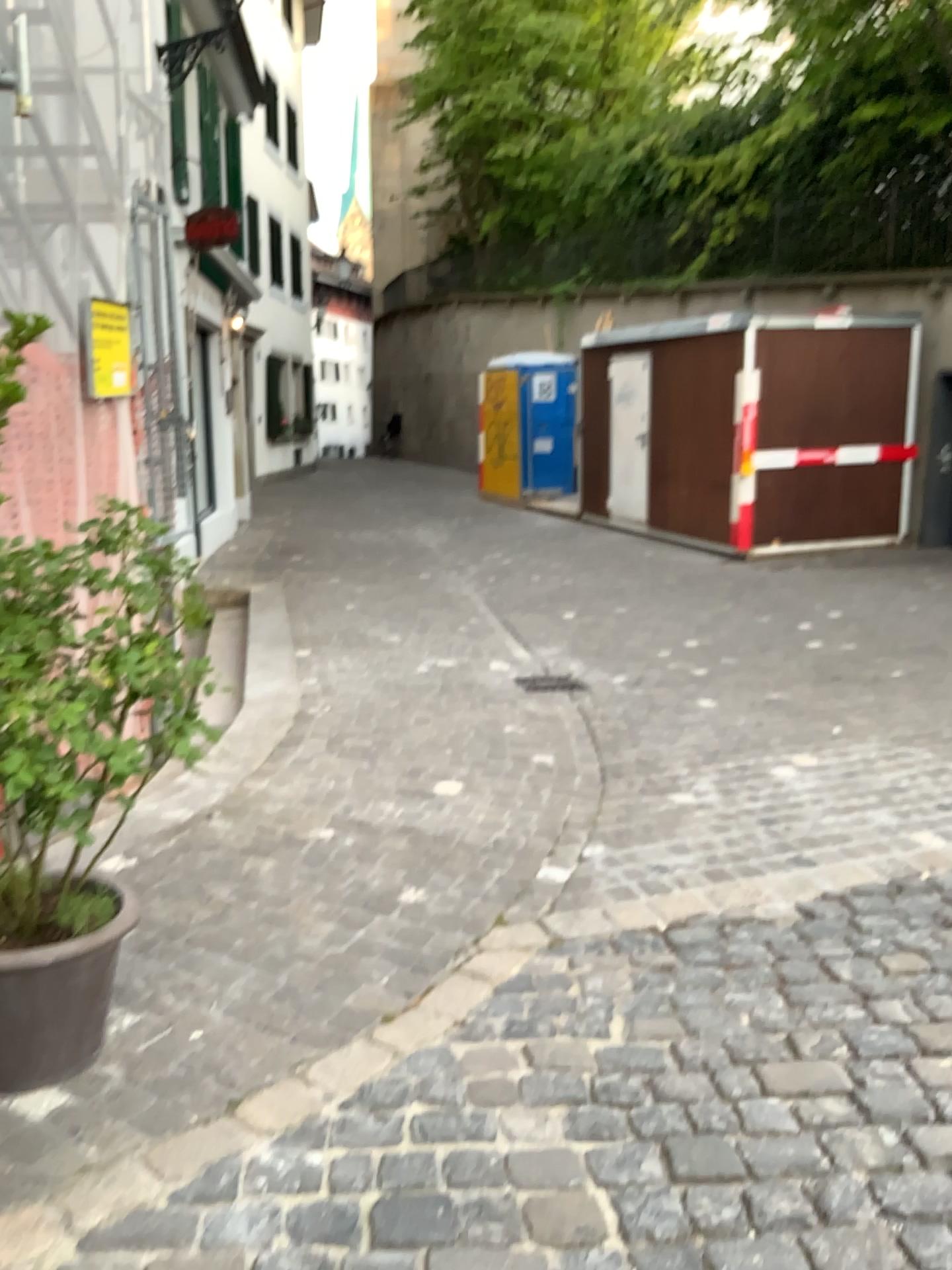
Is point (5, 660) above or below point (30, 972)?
above

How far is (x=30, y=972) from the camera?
2.31m

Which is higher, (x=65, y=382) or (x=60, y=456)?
(x=65, y=382)

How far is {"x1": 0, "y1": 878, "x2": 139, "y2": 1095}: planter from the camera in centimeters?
231cm
